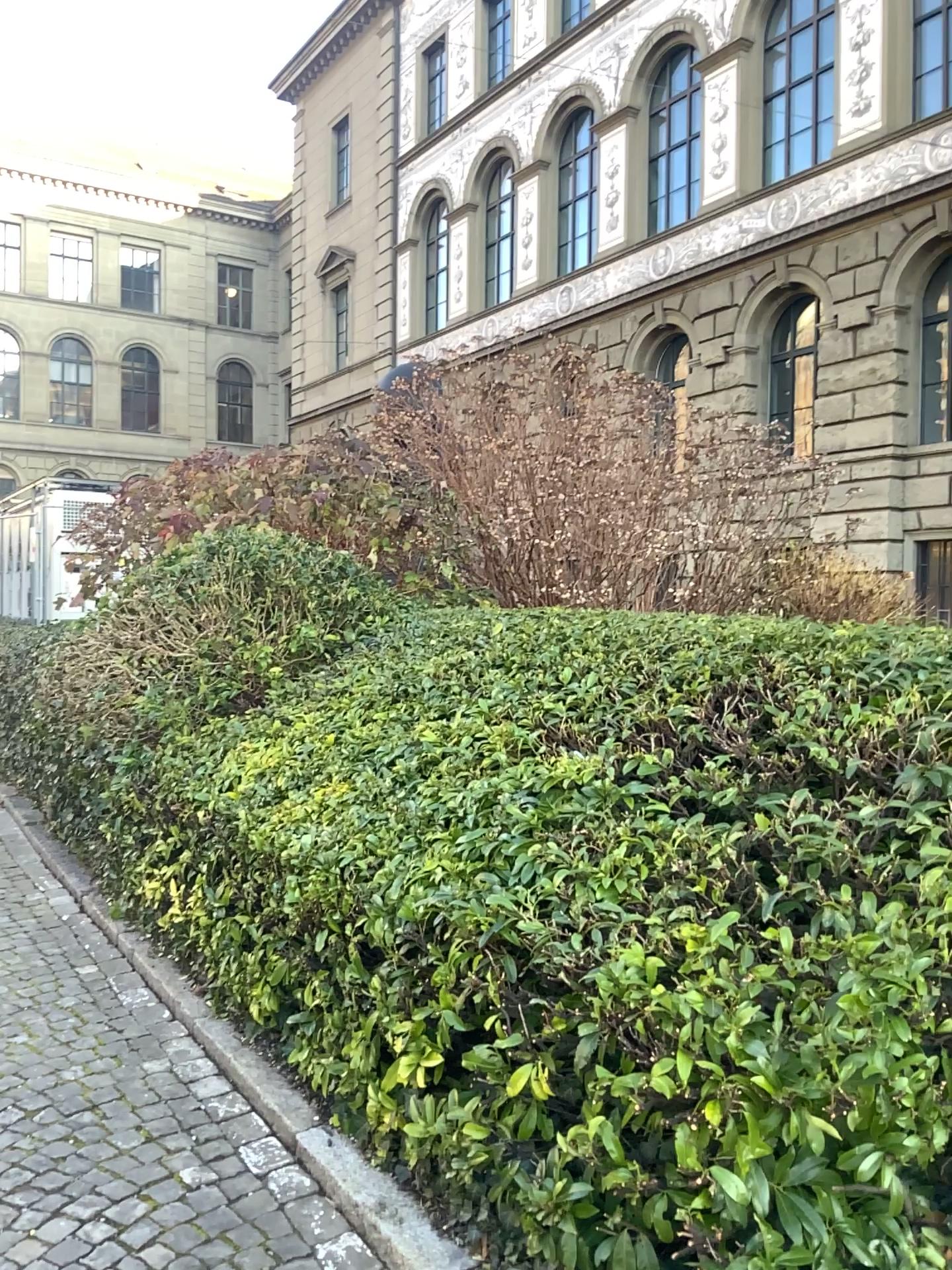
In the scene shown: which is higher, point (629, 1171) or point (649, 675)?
point (649, 675)
